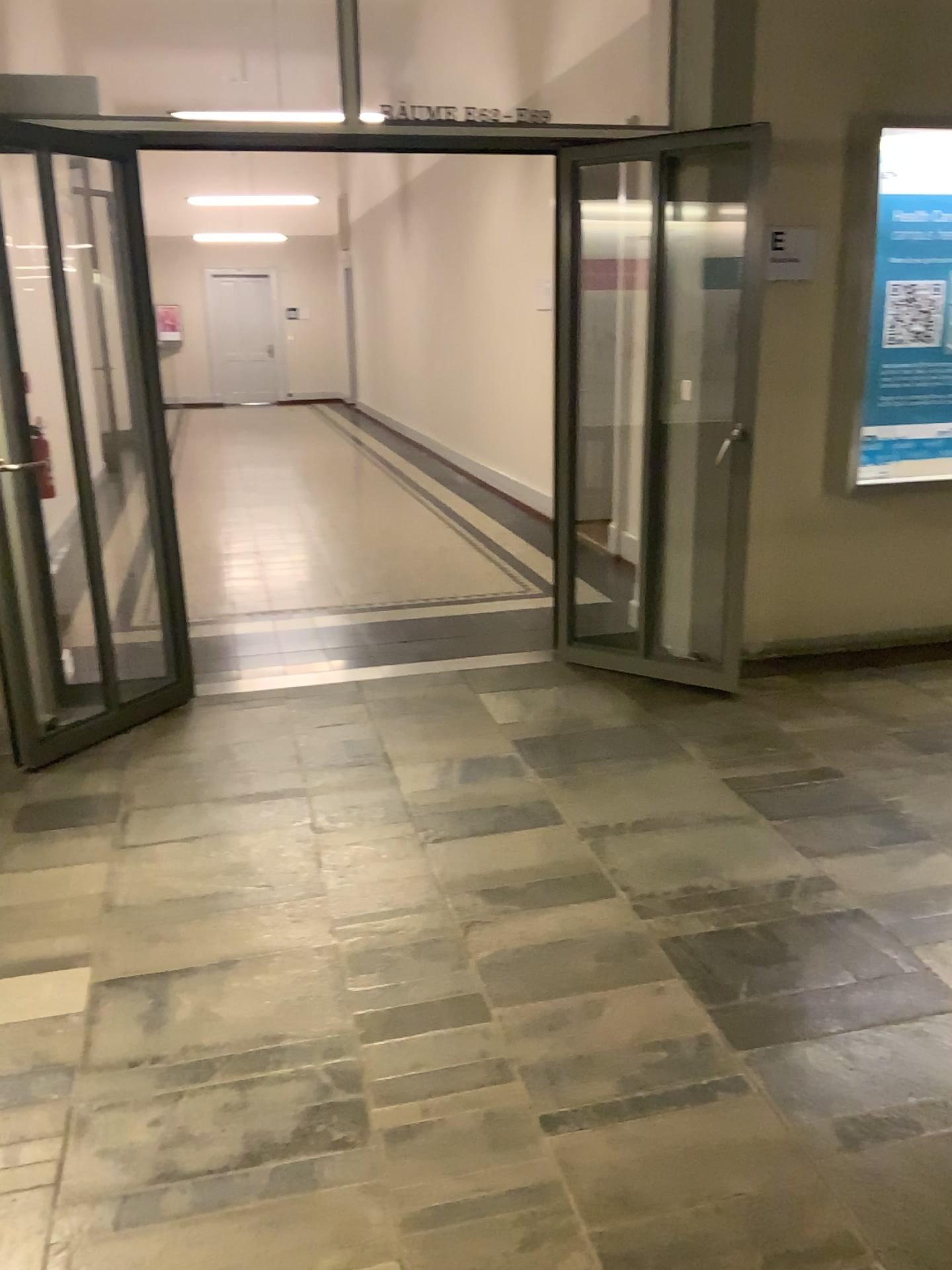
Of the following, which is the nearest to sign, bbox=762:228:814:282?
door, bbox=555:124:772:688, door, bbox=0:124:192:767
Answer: door, bbox=555:124:772:688

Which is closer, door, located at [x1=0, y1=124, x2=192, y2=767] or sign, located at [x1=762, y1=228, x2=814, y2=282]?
door, located at [x1=0, y1=124, x2=192, y2=767]

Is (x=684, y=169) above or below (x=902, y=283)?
above

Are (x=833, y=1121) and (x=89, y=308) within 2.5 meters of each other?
no

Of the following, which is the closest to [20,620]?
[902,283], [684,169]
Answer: [684,169]

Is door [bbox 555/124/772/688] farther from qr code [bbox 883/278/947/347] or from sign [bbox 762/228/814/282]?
qr code [bbox 883/278/947/347]

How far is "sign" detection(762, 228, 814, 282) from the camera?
4.30m

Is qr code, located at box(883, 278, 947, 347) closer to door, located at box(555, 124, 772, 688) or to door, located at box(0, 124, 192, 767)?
door, located at box(555, 124, 772, 688)

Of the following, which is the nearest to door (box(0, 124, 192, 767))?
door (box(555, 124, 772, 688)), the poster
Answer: door (box(555, 124, 772, 688))

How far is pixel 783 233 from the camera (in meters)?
4.30
